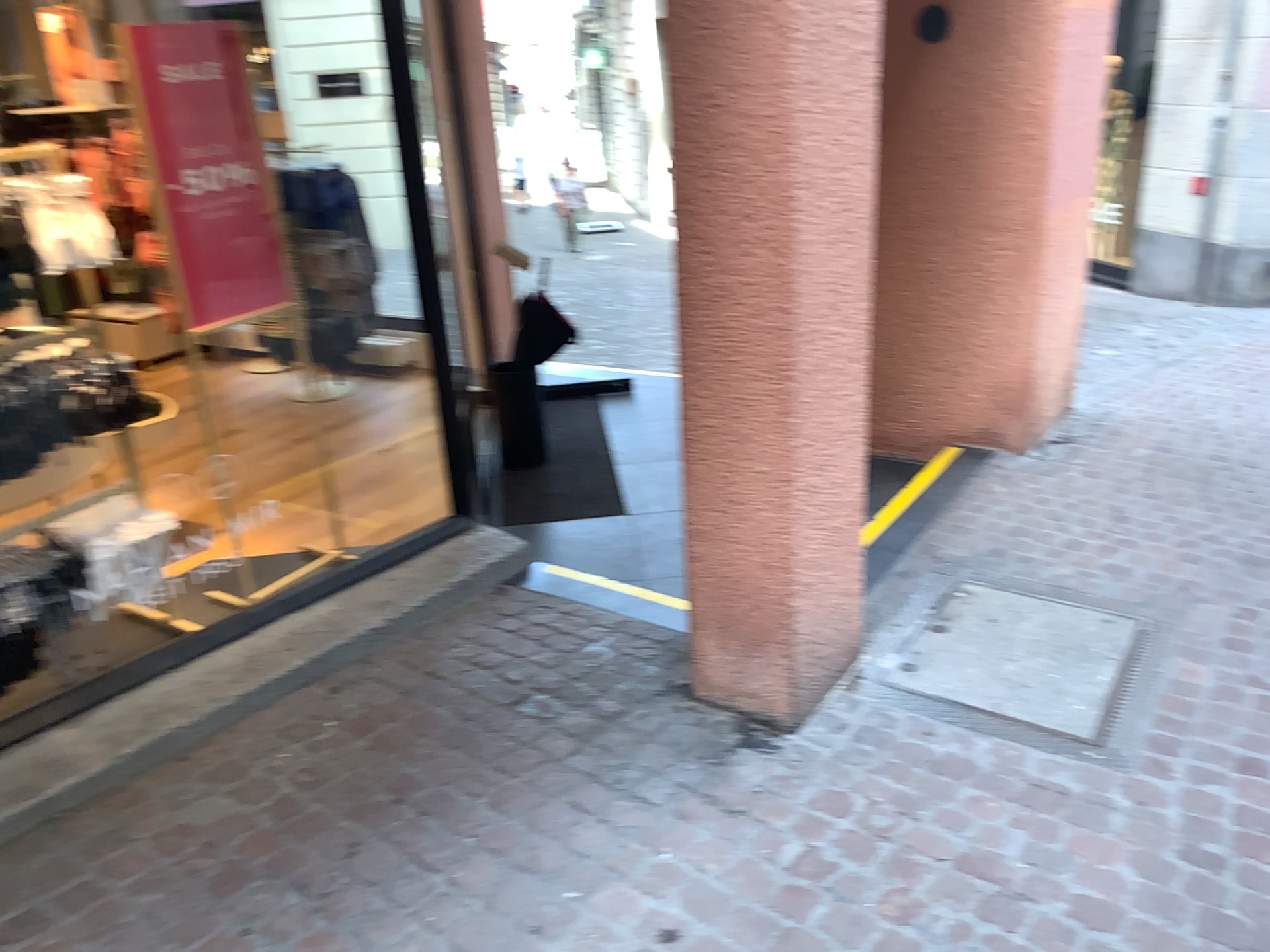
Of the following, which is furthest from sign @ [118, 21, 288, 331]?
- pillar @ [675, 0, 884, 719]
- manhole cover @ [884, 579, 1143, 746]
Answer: manhole cover @ [884, 579, 1143, 746]

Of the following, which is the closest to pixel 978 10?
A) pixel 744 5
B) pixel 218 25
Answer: pixel 744 5

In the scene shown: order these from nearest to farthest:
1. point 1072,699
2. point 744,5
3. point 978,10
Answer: point 744,5 < point 1072,699 < point 978,10

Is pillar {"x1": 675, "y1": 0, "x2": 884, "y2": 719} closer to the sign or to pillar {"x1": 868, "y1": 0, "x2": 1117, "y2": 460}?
the sign

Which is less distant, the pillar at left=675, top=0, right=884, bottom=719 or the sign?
the pillar at left=675, top=0, right=884, bottom=719

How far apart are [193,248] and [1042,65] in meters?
3.1 m

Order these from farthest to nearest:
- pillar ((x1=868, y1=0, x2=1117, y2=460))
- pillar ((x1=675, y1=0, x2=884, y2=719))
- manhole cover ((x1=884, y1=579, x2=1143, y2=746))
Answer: pillar ((x1=868, y1=0, x2=1117, y2=460)), manhole cover ((x1=884, y1=579, x2=1143, y2=746)), pillar ((x1=675, y1=0, x2=884, y2=719))

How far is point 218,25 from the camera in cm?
285

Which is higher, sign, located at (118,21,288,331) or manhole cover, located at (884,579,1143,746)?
sign, located at (118,21,288,331)

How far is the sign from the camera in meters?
2.8 m
